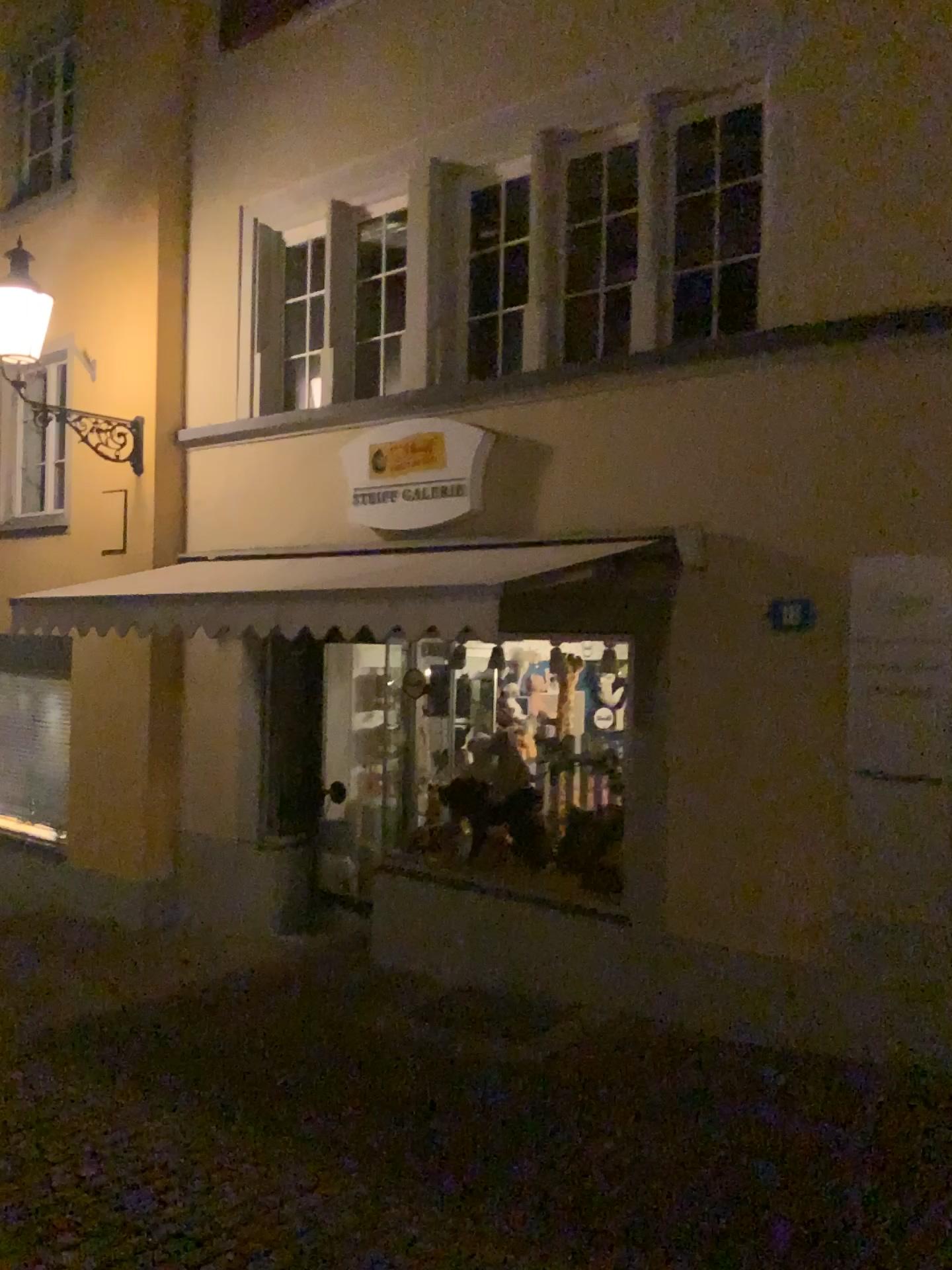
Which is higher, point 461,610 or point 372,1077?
point 461,610
